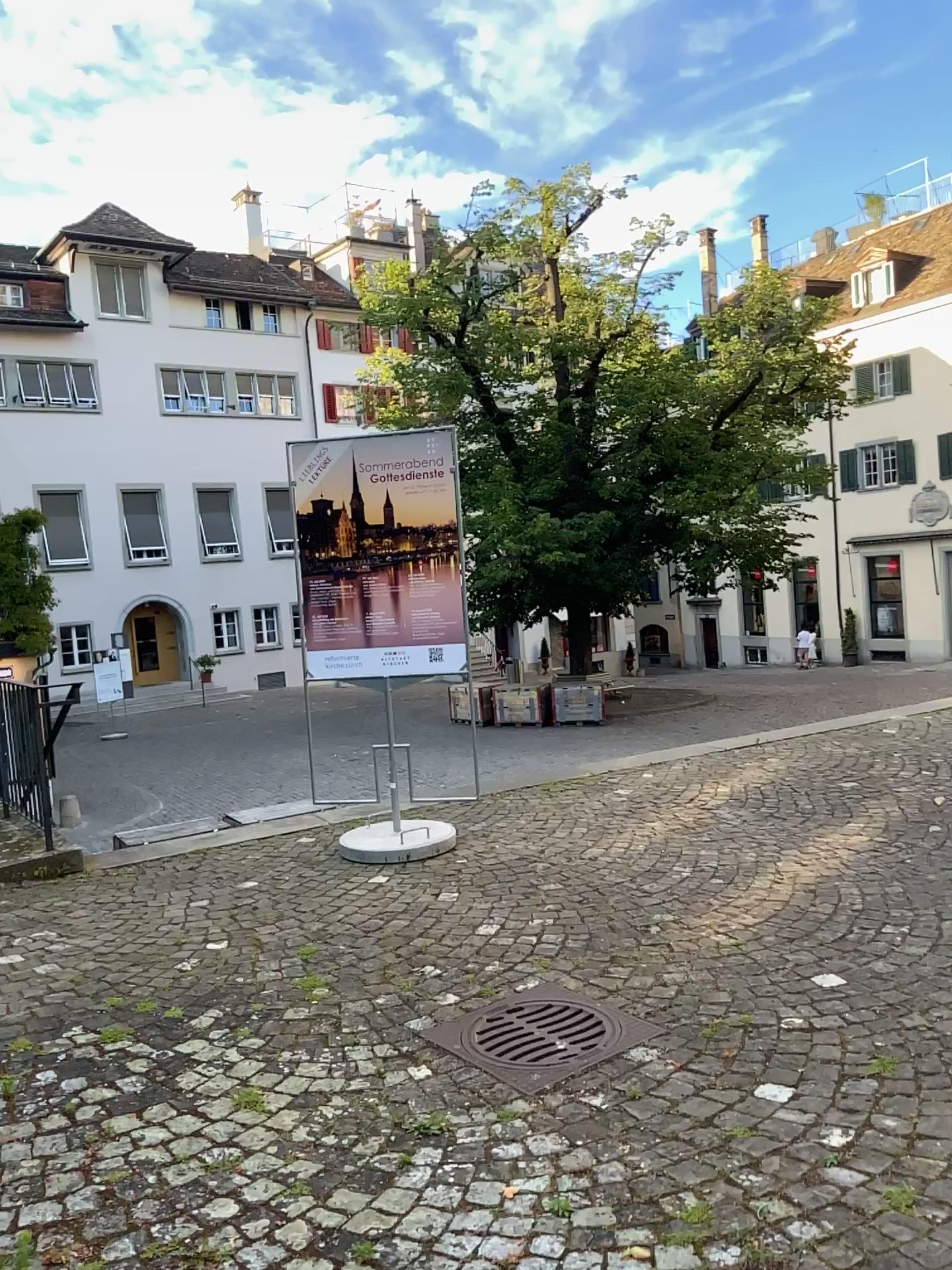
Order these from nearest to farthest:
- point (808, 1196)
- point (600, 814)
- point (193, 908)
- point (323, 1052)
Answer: point (808, 1196)
point (323, 1052)
point (193, 908)
point (600, 814)
